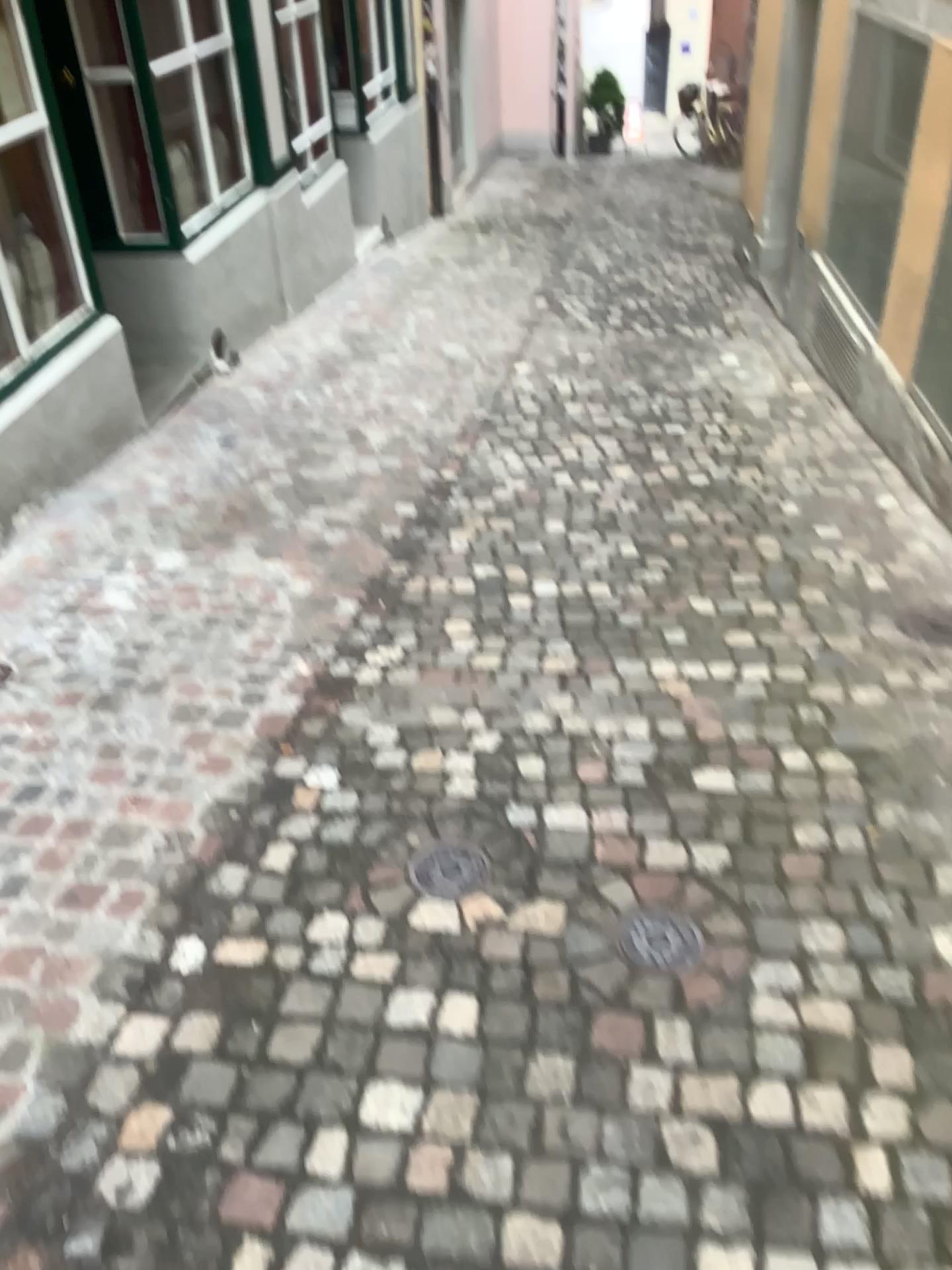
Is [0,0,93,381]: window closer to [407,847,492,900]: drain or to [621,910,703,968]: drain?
[407,847,492,900]: drain

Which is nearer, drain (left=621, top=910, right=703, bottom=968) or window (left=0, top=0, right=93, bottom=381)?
drain (left=621, top=910, right=703, bottom=968)

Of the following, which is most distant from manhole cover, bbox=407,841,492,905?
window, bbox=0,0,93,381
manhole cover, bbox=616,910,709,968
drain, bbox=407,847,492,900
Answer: window, bbox=0,0,93,381

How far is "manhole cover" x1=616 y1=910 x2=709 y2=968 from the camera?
2.09m

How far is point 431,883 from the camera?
2.32m

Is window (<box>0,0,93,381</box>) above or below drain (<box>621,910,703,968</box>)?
above

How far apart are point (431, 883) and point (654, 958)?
0.5 meters

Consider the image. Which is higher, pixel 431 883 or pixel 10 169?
pixel 10 169

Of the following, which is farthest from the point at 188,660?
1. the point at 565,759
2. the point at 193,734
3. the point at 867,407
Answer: the point at 867,407

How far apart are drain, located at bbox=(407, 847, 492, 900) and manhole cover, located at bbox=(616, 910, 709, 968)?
0.4m
